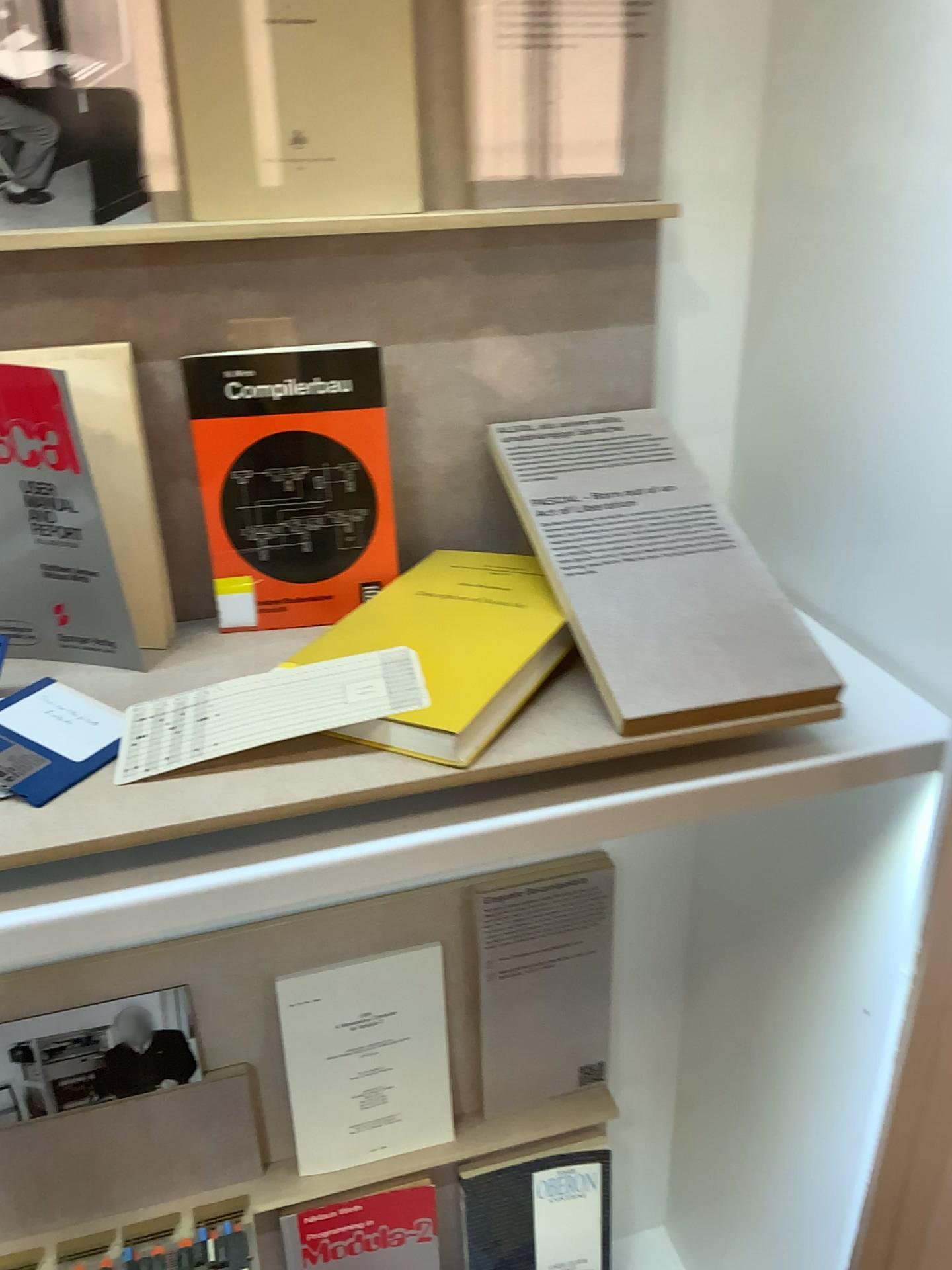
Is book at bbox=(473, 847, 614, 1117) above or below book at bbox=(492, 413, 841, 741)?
below

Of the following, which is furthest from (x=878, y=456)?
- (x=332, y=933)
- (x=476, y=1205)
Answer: (x=476, y=1205)

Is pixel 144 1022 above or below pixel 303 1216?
above

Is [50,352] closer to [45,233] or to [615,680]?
[45,233]

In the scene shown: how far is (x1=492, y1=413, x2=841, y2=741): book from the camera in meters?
0.7

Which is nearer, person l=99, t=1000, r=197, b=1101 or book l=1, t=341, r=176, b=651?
book l=1, t=341, r=176, b=651

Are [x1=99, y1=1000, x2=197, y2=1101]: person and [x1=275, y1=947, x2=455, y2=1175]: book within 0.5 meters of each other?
yes

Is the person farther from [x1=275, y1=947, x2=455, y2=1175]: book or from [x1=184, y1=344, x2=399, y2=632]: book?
[x1=184, y1=344, x2=399, y2=632]: book

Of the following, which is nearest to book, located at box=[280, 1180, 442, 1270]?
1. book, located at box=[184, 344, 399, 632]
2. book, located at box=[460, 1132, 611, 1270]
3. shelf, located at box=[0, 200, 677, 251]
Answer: book, located at box=[460, 1132, 611, 1270]

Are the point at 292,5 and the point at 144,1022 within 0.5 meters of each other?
no
